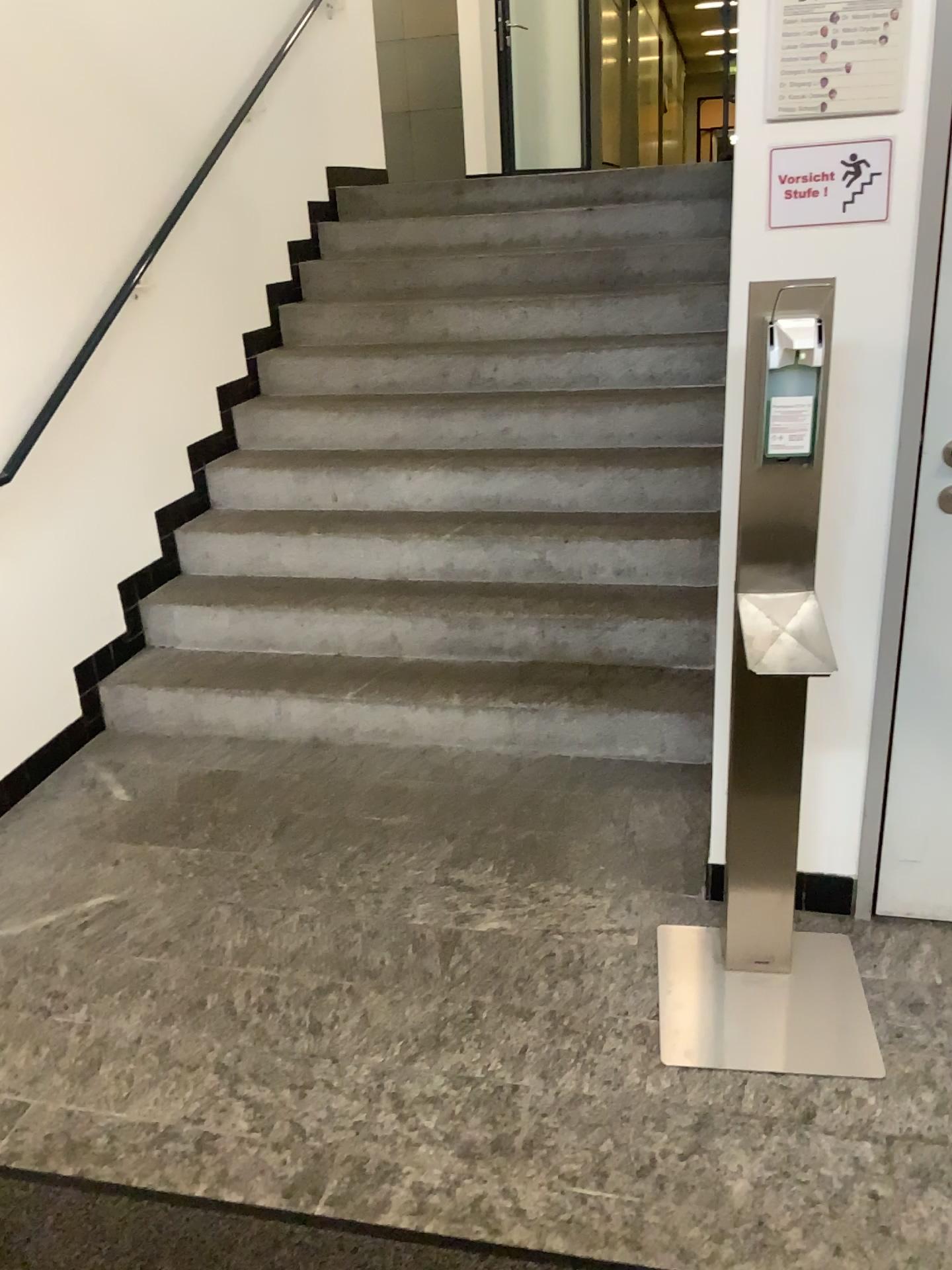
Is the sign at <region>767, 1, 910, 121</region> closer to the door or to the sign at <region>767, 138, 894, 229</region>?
the sign at <region>767, 138, 894, 229</region>

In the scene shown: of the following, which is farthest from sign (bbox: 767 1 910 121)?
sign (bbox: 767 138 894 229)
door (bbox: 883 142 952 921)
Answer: door (bbox: 883 142 952 921)

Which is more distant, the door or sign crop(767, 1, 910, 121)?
the door

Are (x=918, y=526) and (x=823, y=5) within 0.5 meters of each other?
no

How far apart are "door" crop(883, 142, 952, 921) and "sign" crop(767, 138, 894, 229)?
0.3m

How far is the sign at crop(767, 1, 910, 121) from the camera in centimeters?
171cm

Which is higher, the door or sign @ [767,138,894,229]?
sign @ [767,138,894,229]

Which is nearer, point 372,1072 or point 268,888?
point 372,1072

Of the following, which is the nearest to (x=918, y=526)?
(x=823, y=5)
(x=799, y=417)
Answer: (x=799, y=417)

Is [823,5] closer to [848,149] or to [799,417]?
[848,149]
